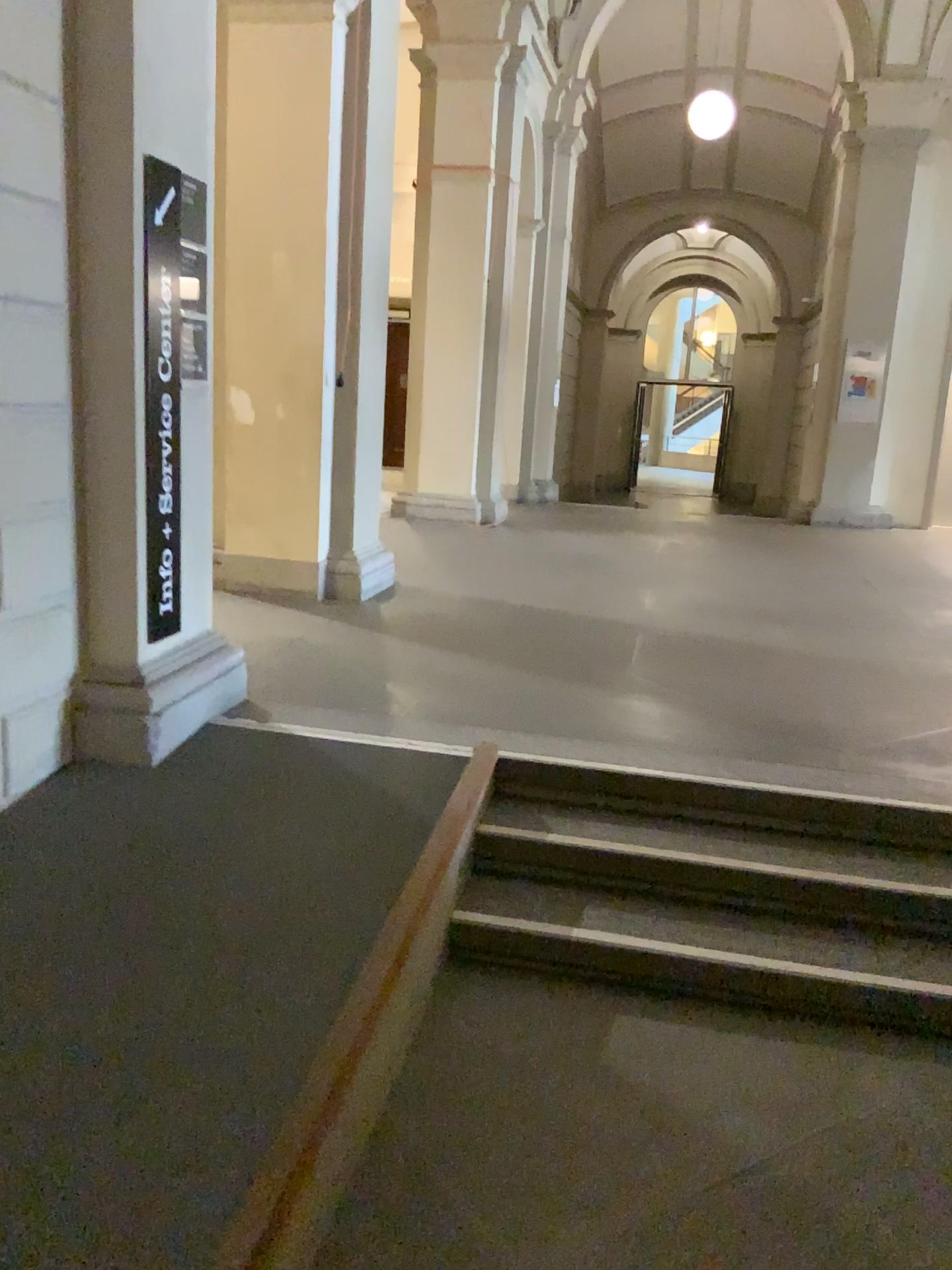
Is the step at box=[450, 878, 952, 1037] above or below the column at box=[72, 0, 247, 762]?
below

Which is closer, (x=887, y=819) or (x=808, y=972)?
(x=808, y=972)

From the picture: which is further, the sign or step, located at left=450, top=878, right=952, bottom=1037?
the sign

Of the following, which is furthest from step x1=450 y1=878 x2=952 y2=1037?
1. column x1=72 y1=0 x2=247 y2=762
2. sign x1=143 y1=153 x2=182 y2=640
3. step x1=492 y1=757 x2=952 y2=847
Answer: sign x1=143 y1=153 x2=182 y2=640

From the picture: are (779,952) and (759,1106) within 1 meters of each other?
yes

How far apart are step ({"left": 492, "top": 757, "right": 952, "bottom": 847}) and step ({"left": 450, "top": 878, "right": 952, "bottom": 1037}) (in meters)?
0.36

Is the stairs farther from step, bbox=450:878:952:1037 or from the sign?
the sign

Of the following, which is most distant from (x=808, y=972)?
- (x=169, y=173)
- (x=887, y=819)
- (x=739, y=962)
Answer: (x=169, y=173)

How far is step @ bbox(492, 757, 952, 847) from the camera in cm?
332

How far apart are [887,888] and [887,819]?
0.3 meters
